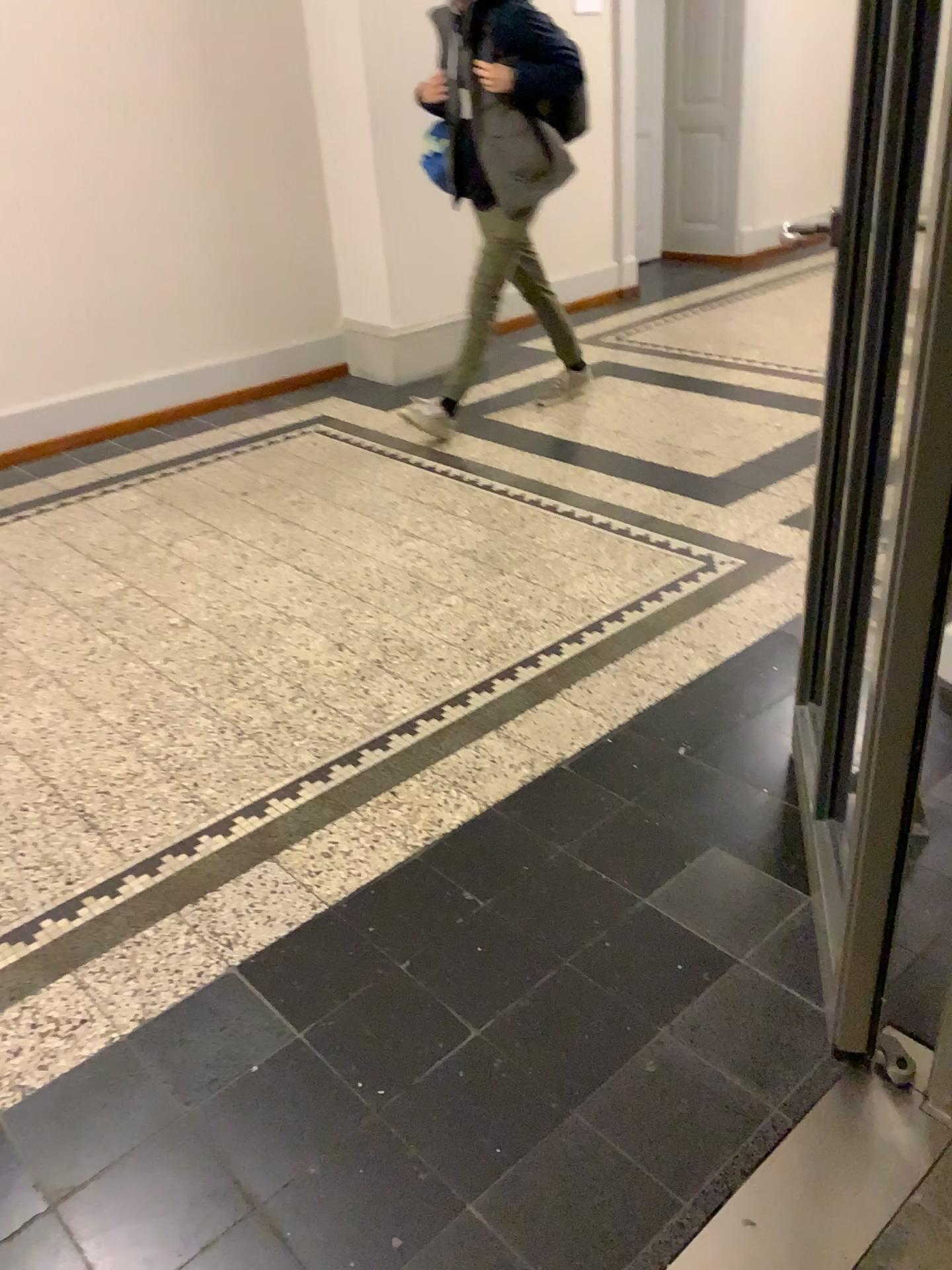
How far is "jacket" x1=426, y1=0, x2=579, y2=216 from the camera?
3.79m

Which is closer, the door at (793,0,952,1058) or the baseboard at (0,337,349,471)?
the door at (793,0,952,1058)

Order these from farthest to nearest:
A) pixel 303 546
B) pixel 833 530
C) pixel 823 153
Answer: pixel 823 153
pixel 303 546
pixel 833 530

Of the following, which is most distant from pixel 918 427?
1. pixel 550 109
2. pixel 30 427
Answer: pixel 30 427

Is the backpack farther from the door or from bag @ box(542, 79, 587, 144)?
the door

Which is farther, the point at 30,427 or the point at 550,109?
the point at 30,427

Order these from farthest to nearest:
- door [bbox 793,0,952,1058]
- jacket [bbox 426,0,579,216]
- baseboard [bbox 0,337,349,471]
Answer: baseboard [bbox 0,337,349,471] → jacket [bbox 426,0,579,216] → door [bbox 793,0,952,1058]

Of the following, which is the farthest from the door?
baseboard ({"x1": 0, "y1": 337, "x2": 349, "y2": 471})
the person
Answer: baseboard ({"x1": 0, "y1": 337, "x2": 349, "y2": 471})

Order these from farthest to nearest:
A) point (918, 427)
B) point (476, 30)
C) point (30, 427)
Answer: point (30, 427), point (476, 30), point (918, 427)

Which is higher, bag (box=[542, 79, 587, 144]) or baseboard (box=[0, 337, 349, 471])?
bag (box=[542, 79, 587, 144])
